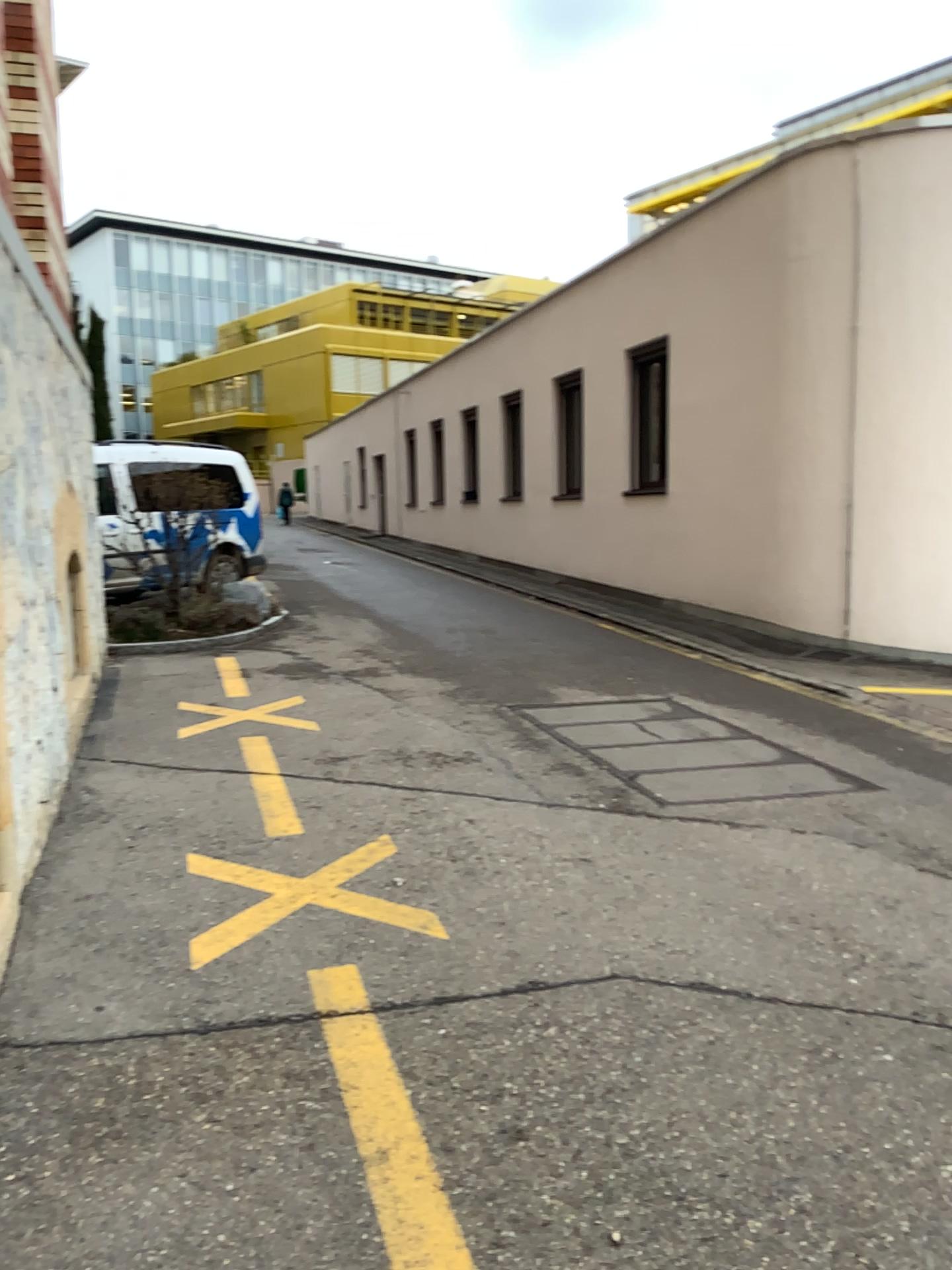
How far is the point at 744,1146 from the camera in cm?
231
